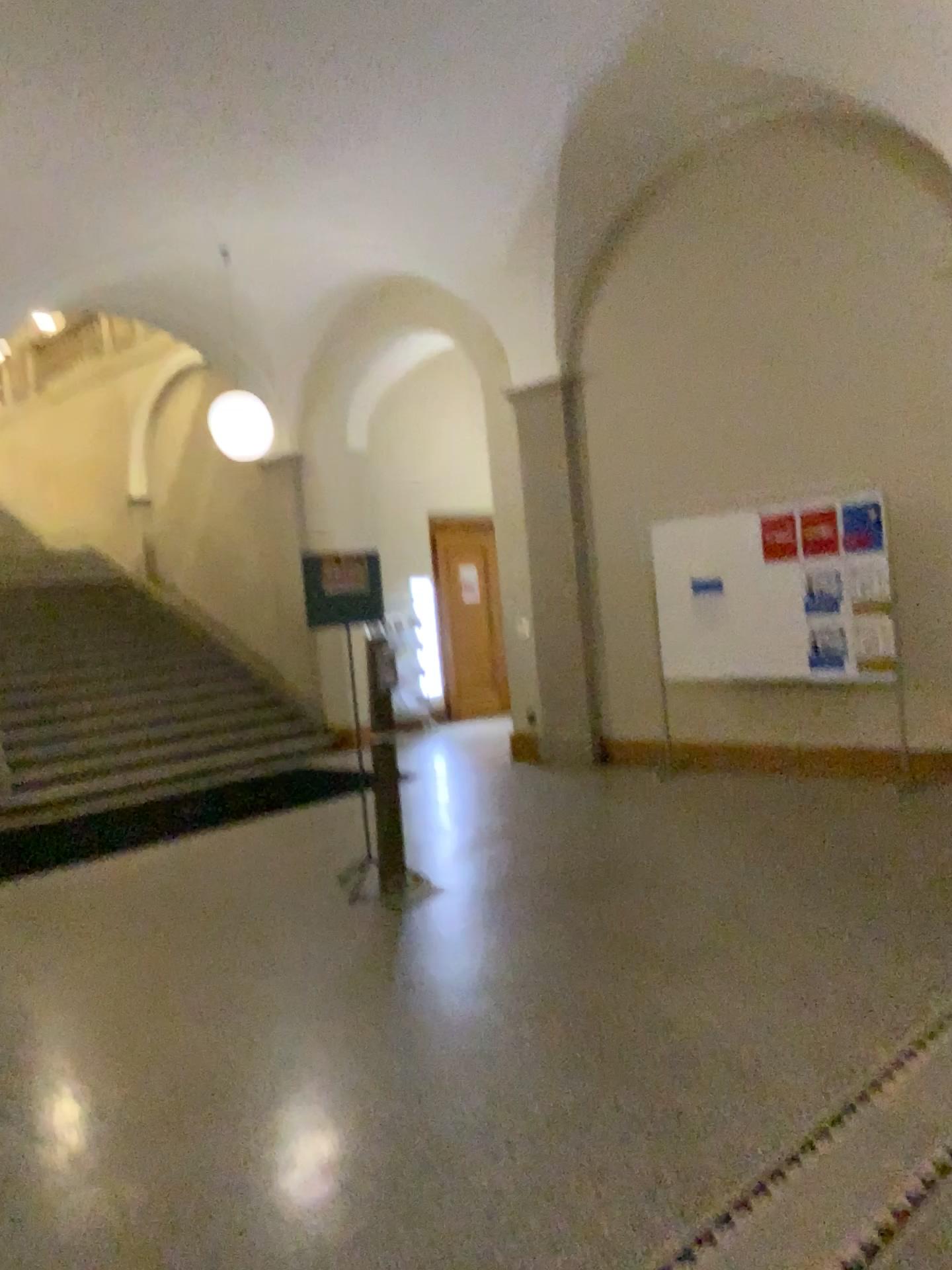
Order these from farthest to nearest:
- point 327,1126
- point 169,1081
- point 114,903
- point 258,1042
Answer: point 114,903 < point 258,1042 < point 169,1081 < point 327,1126
